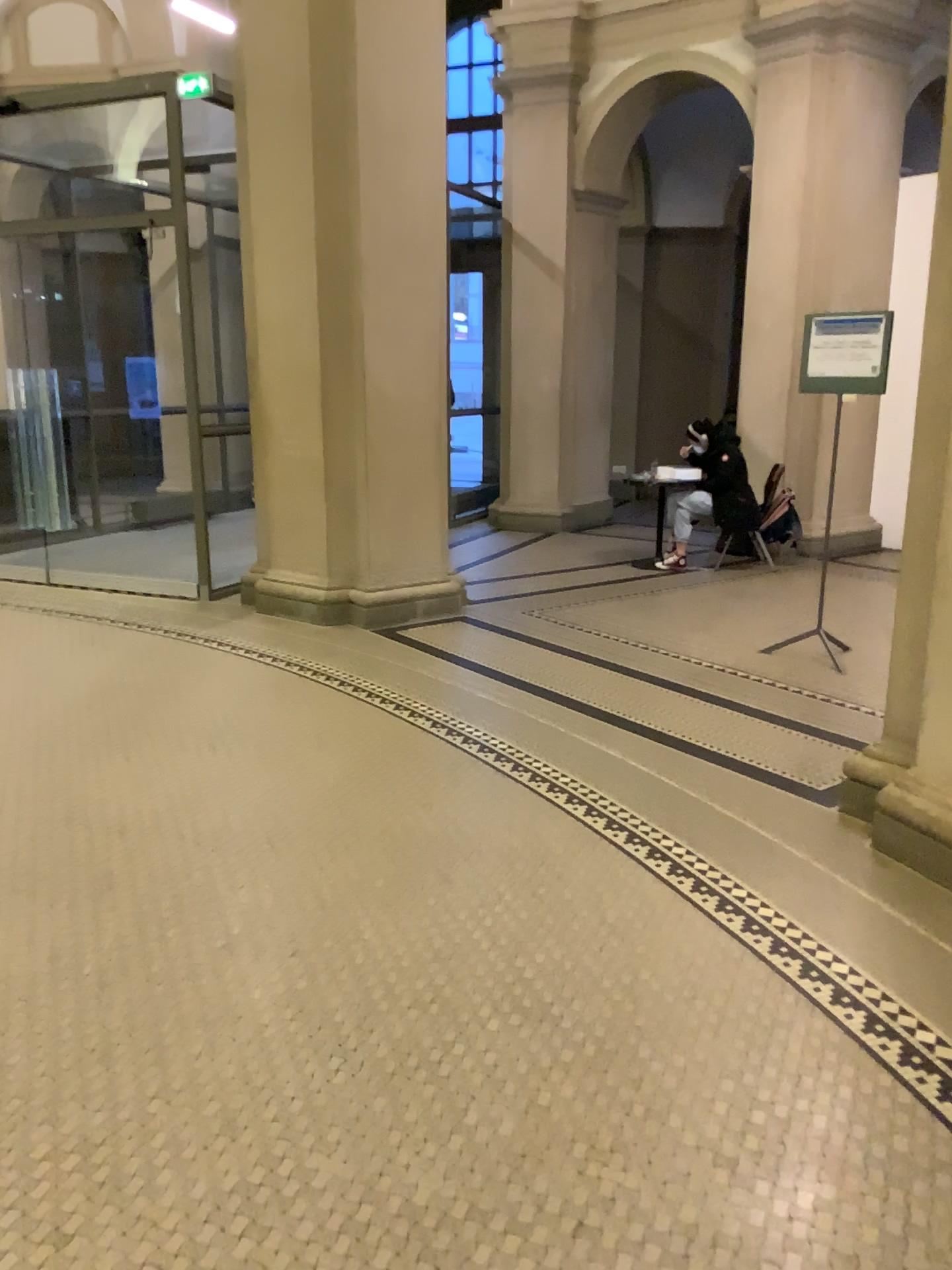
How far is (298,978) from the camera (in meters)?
2.68
